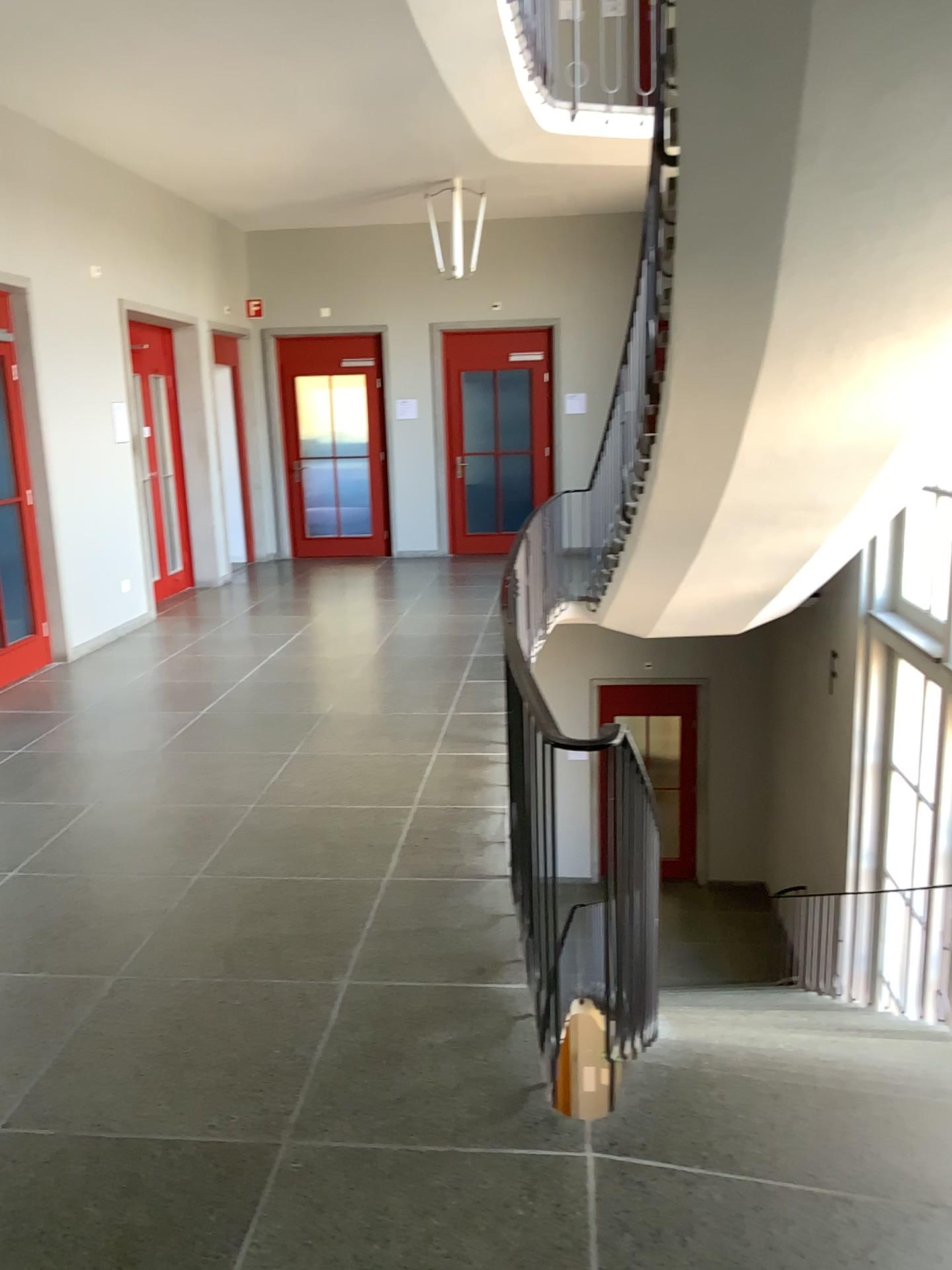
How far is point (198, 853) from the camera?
3.91m
